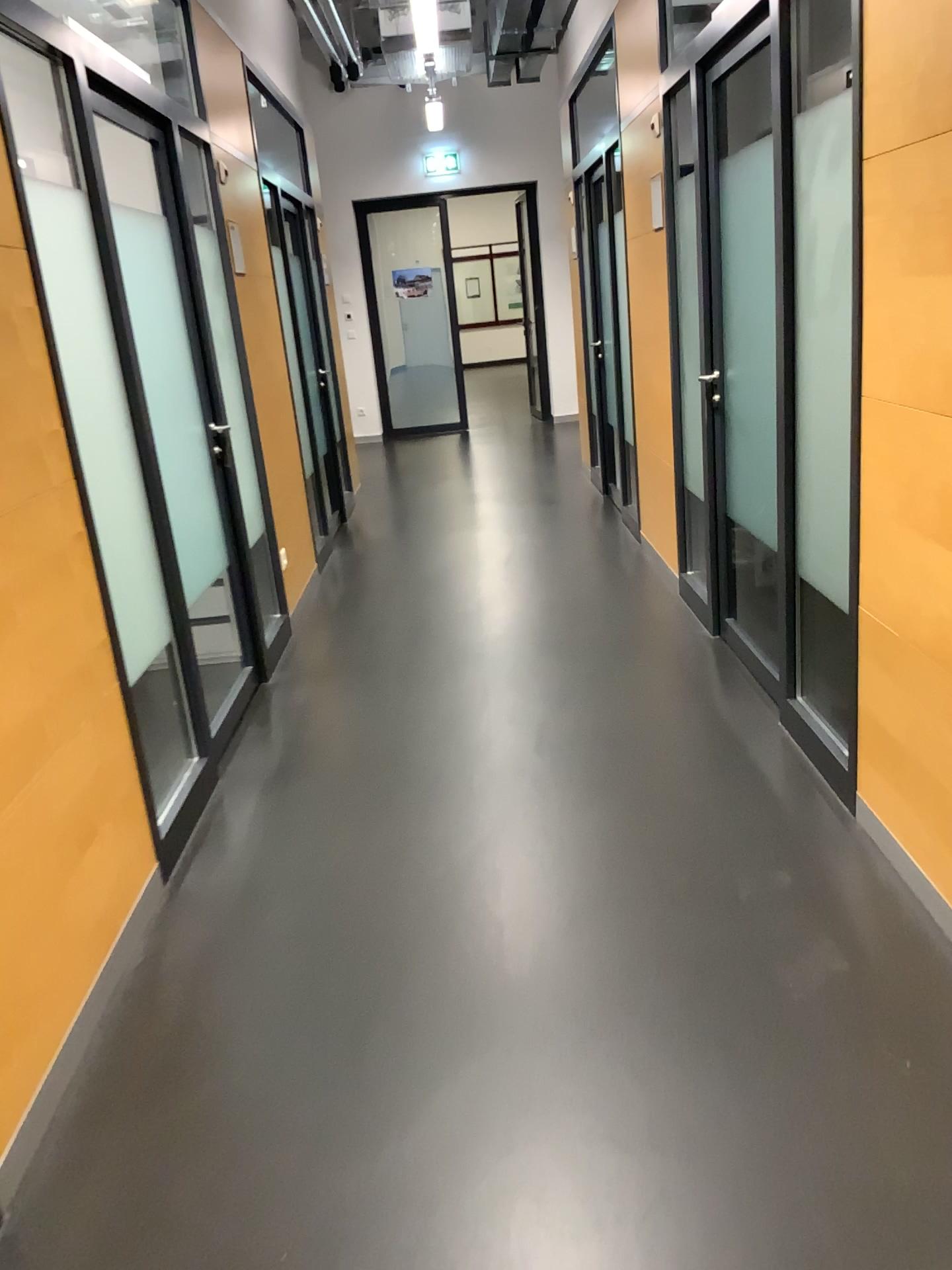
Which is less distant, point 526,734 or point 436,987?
point 436,987
